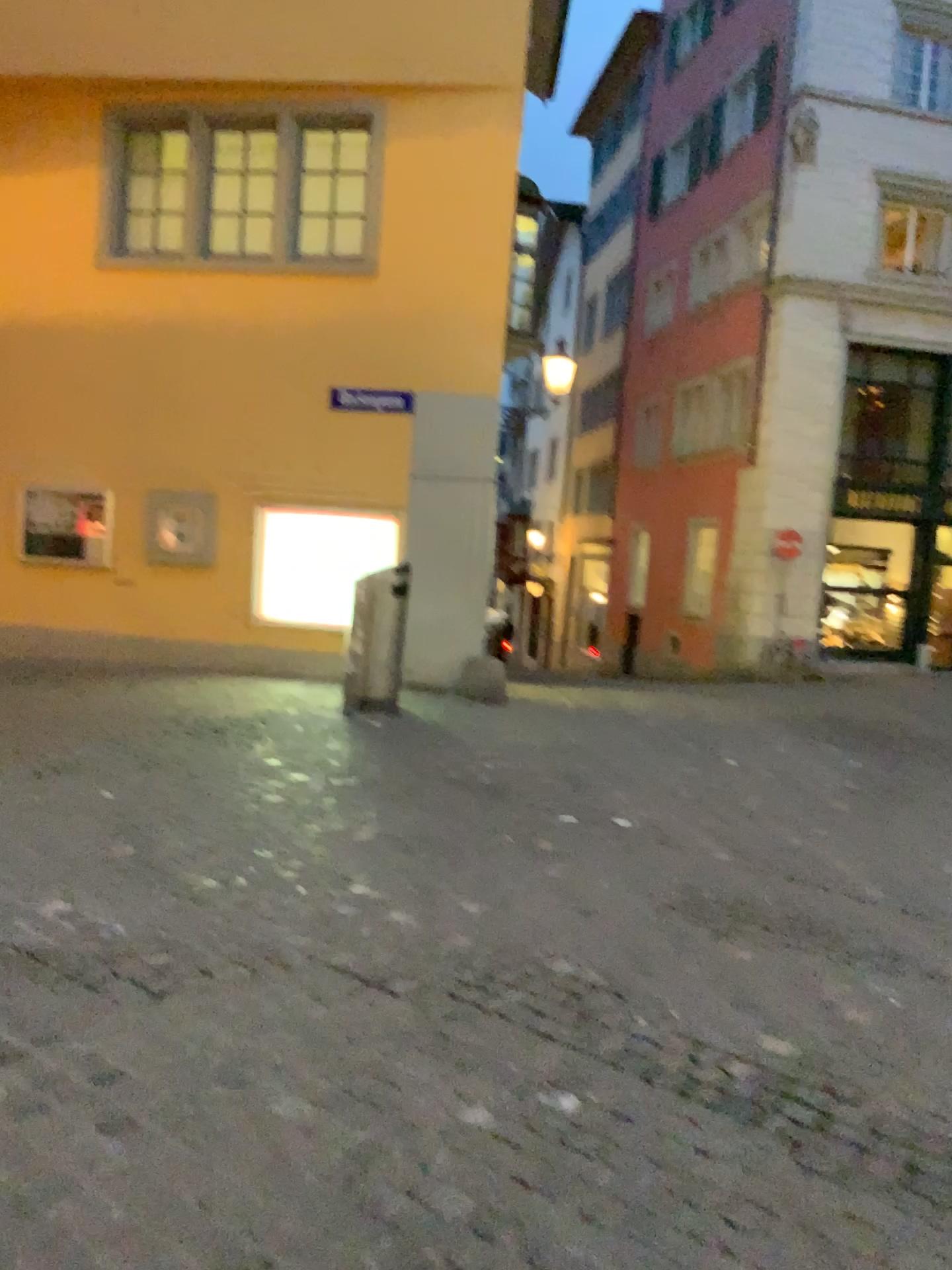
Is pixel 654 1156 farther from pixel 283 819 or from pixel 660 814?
pixel 660 814
